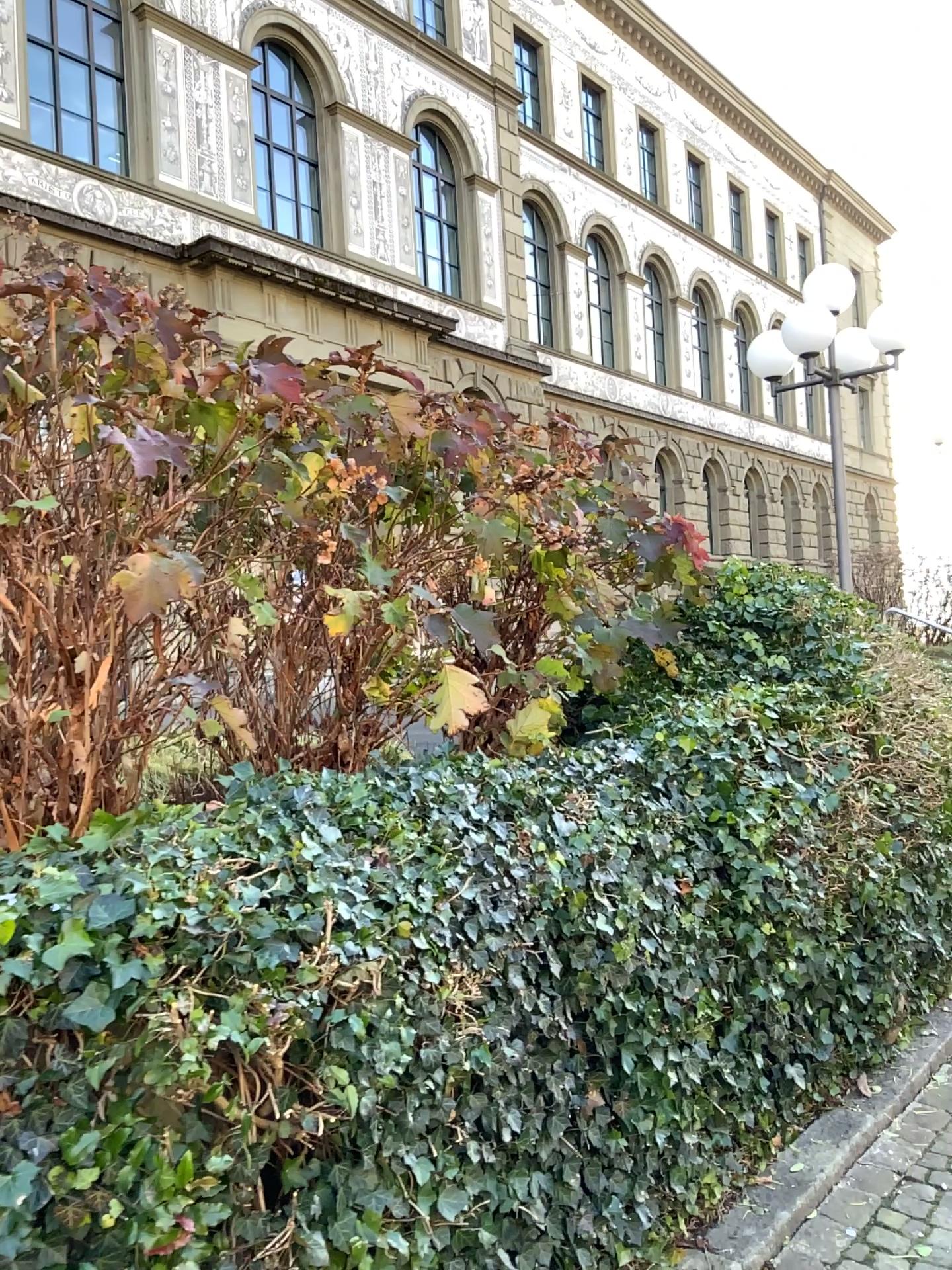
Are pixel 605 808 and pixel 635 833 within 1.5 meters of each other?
yes
